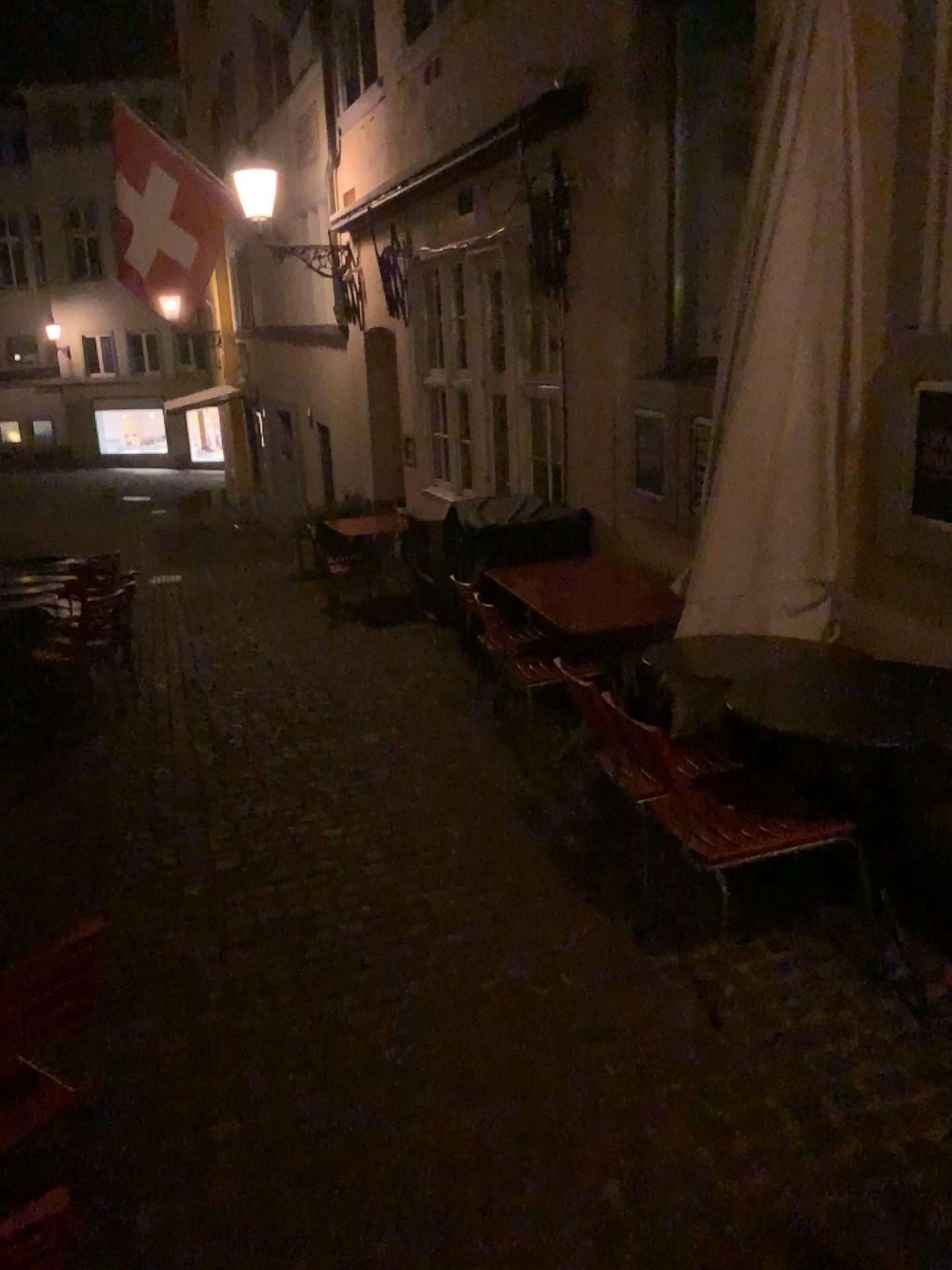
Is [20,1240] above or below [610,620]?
above

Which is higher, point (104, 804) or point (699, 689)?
point (699, 689)

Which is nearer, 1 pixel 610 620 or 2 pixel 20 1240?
2 pixel 20 1240

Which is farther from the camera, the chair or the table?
the table
